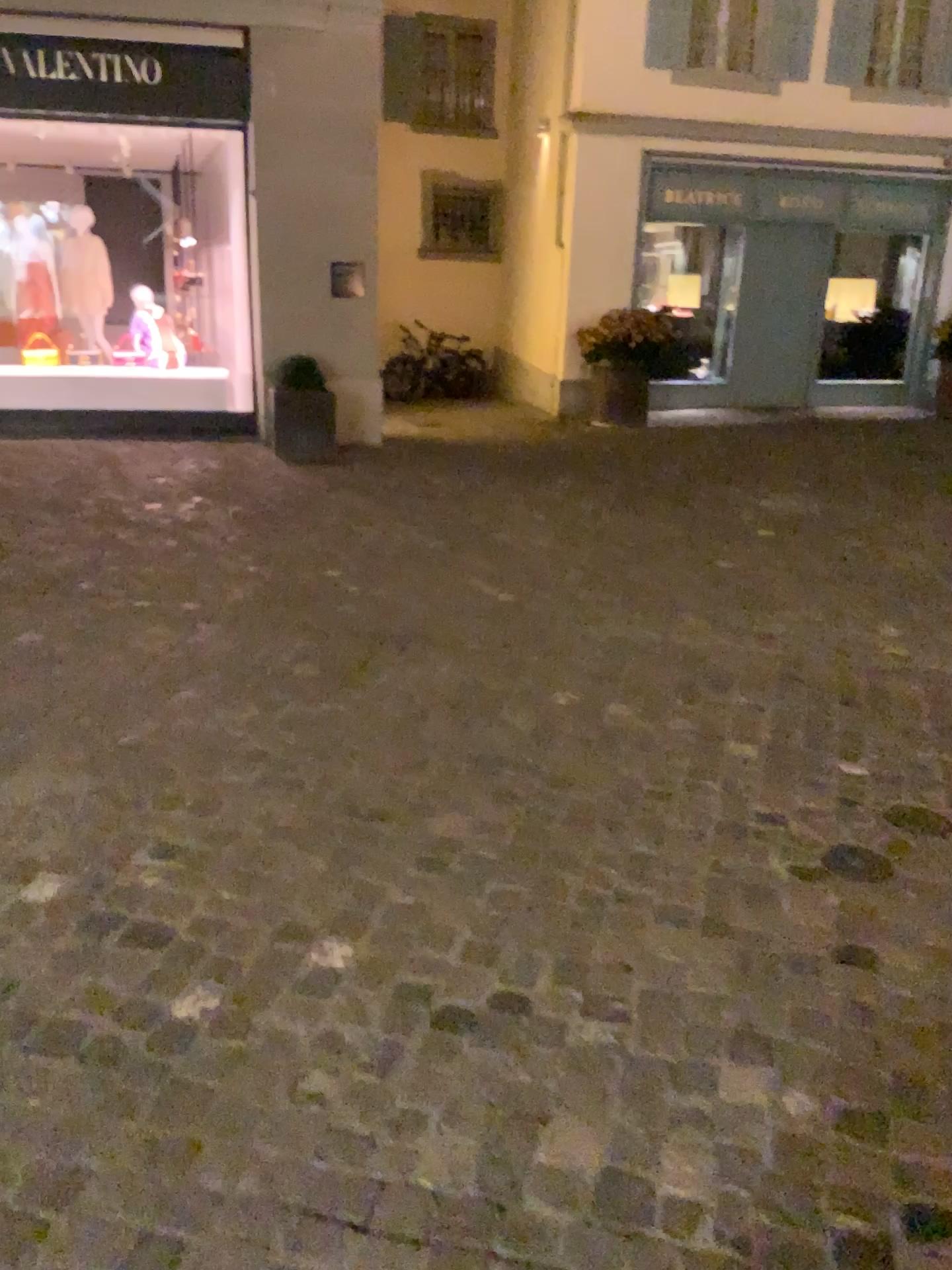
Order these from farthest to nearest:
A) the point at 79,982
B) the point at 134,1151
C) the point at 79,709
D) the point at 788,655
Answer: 1. the point at 788,655
2. the point at 79,709
3. the point at 79,982
4. the point at 134,1151
